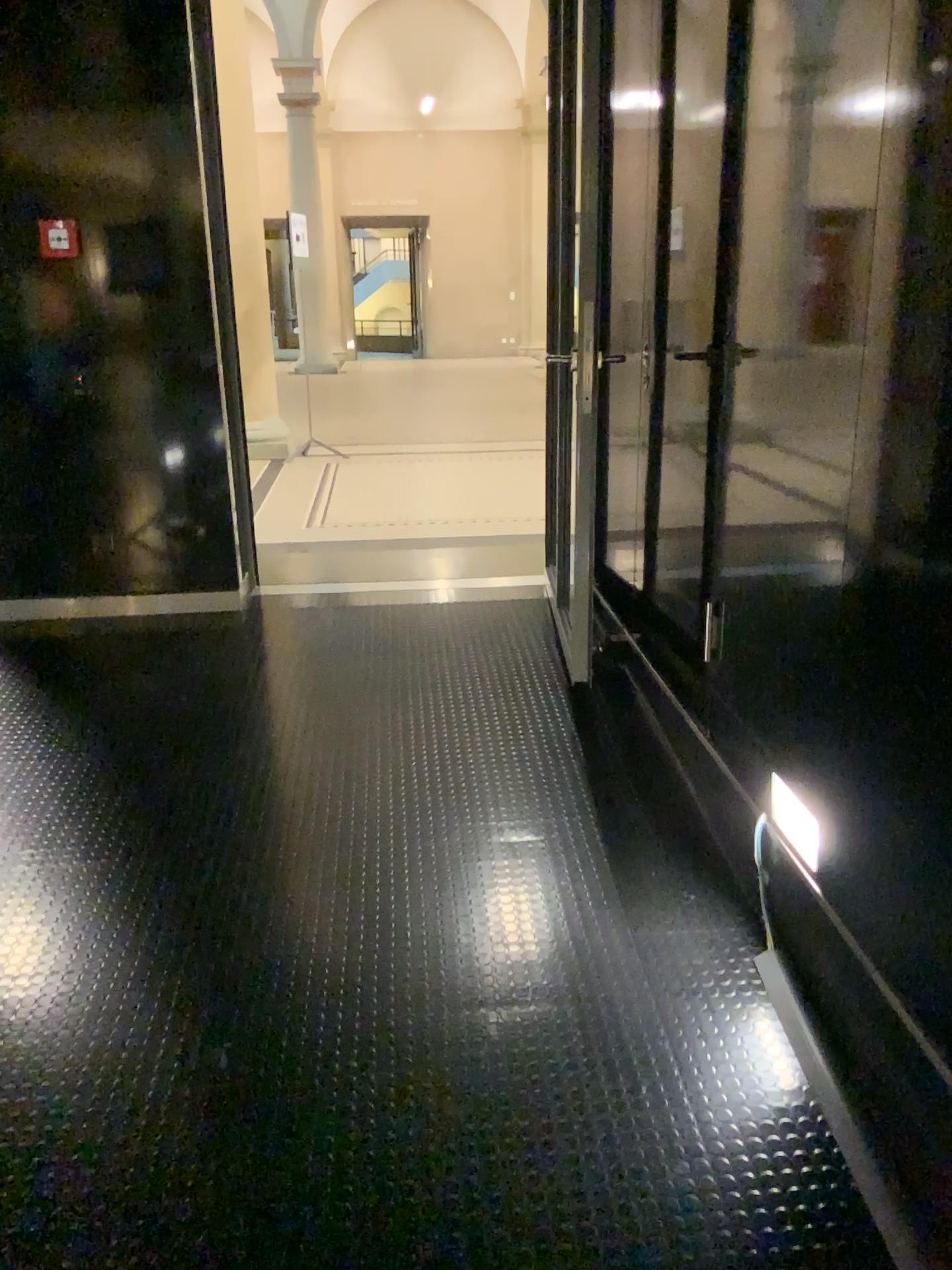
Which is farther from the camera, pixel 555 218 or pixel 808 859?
pixel 555 218

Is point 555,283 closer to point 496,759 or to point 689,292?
point 689,292

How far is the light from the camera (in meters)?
2.13

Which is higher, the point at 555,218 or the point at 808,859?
the point at 555,218

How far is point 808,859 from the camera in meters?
2.1

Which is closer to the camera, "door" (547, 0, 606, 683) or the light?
the light
